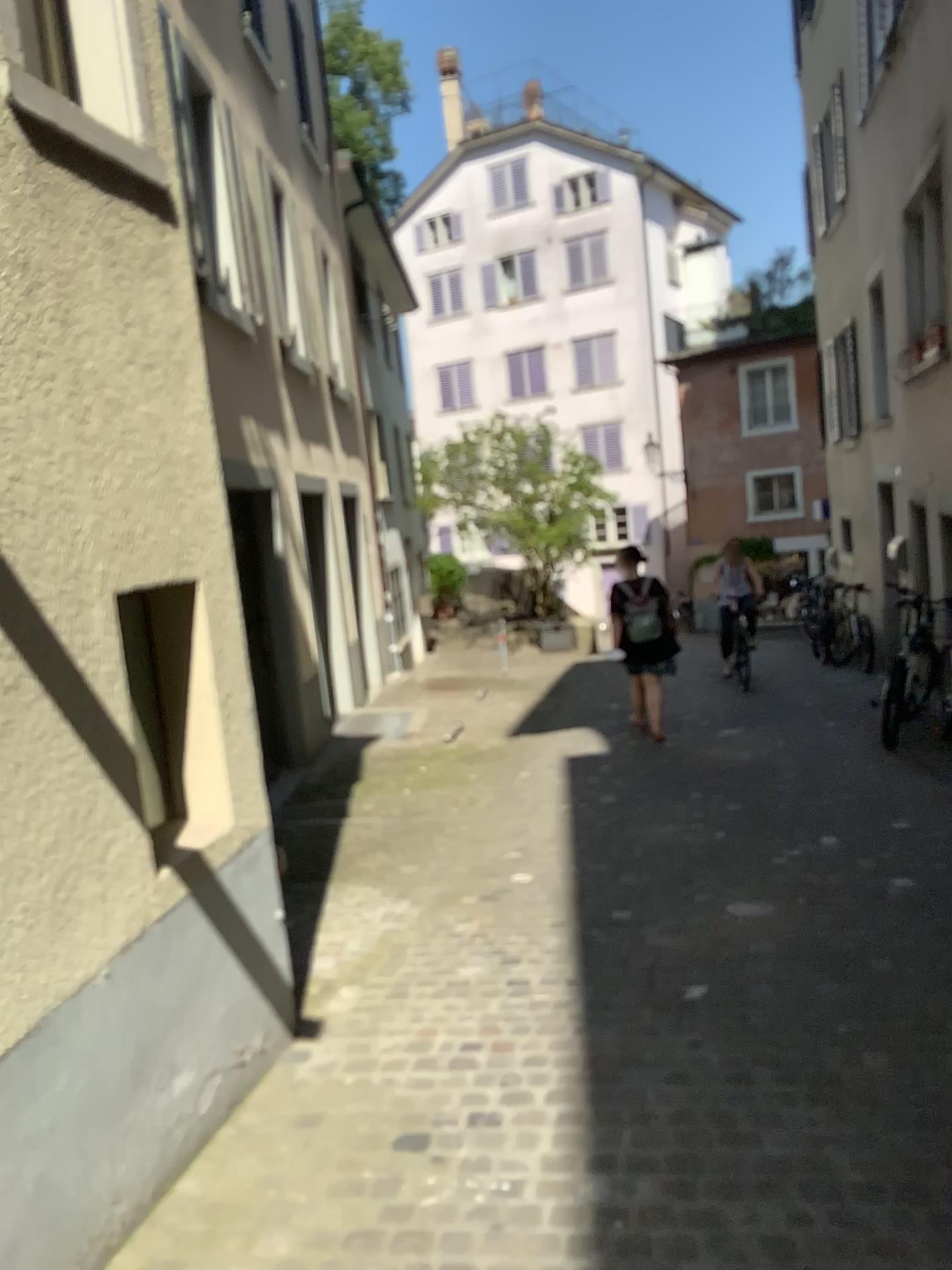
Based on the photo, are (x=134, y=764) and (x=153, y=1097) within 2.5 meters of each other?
yes
